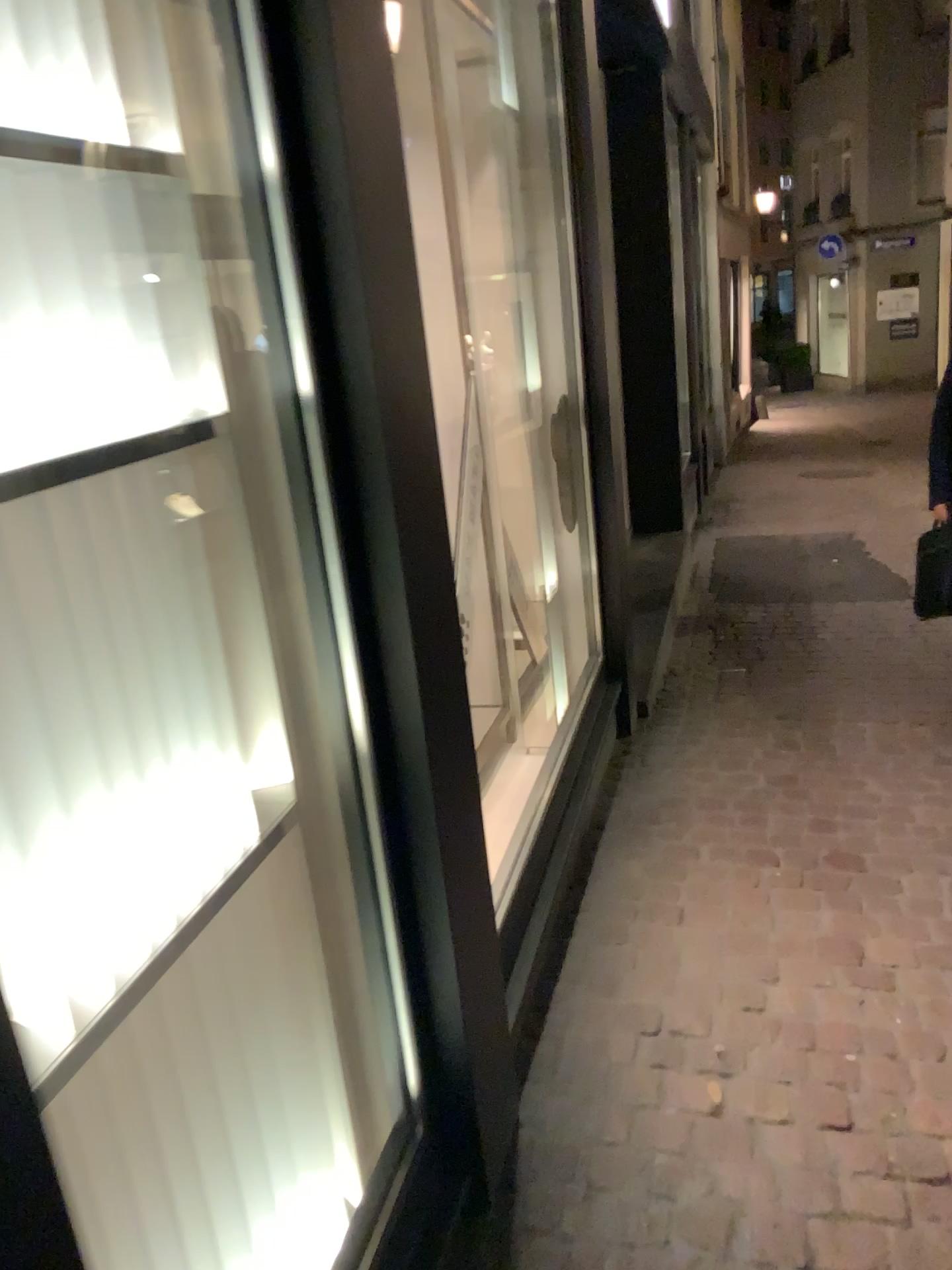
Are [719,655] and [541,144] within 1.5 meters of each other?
no
